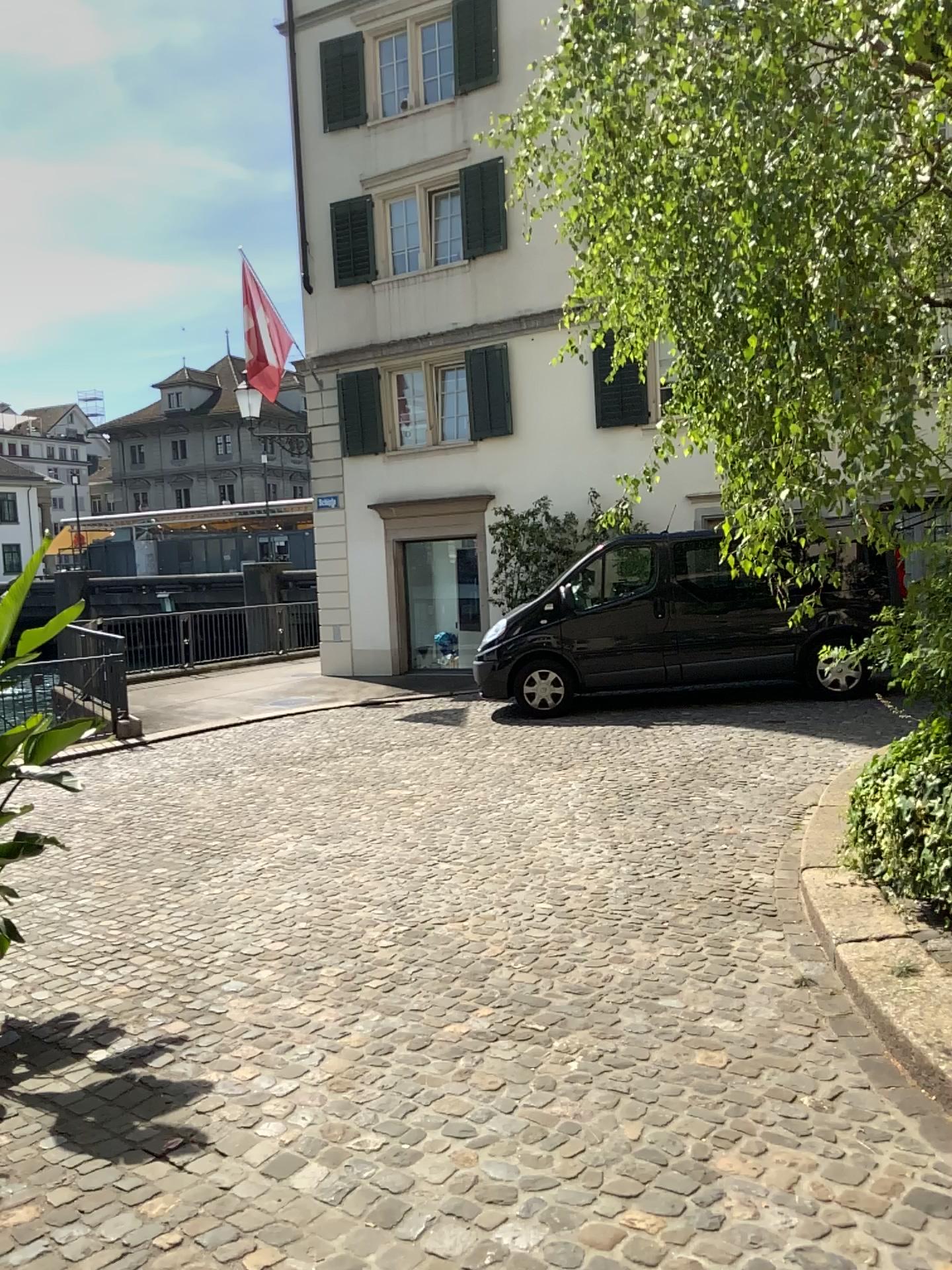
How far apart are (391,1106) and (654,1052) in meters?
0.8
